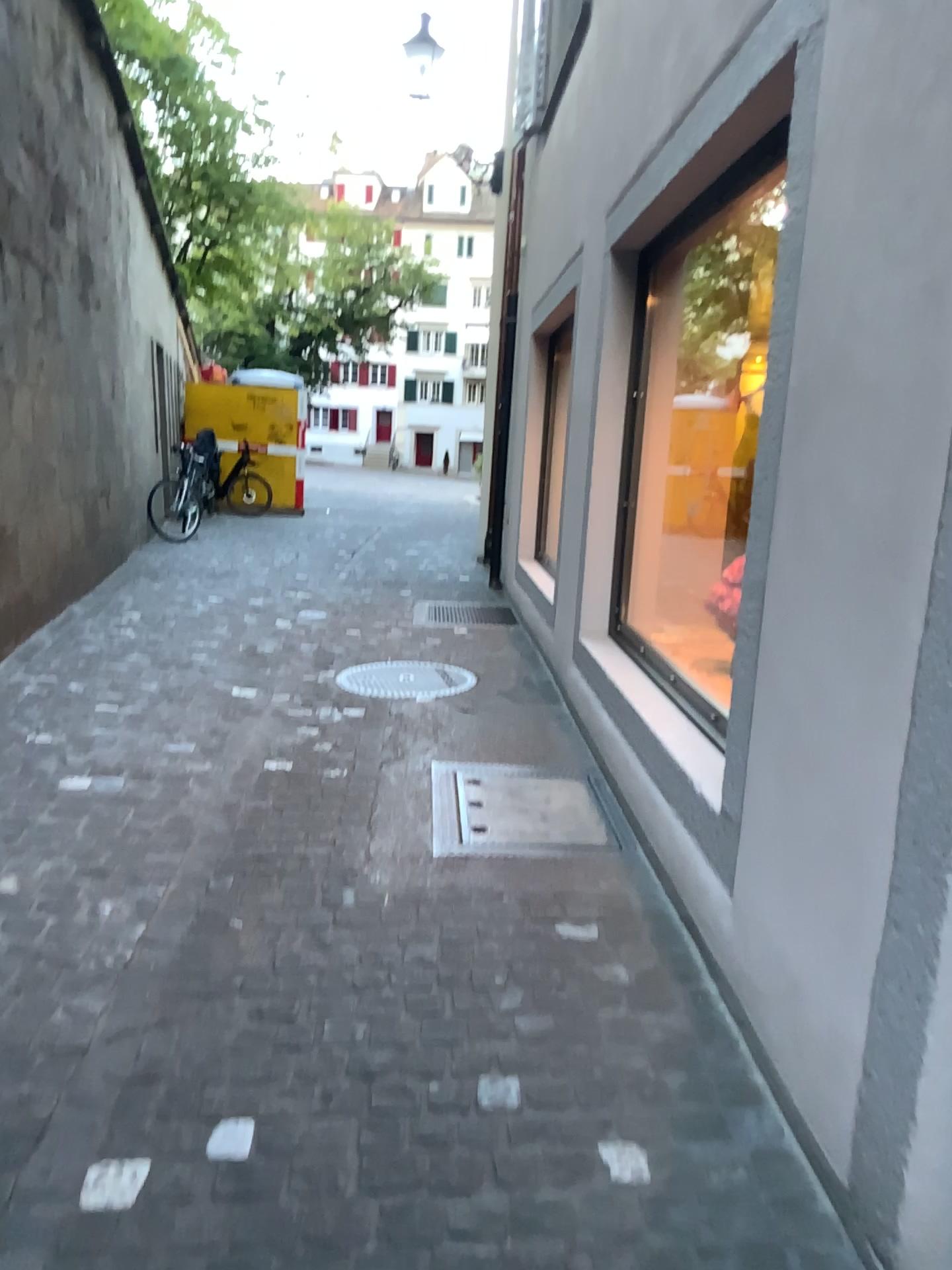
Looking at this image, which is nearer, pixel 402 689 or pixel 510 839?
pixel 510 839

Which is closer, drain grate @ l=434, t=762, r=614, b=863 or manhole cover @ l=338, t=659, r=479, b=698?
drain grate @ l=434, t=762, r=614, b=863

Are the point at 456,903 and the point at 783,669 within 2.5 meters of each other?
yes
